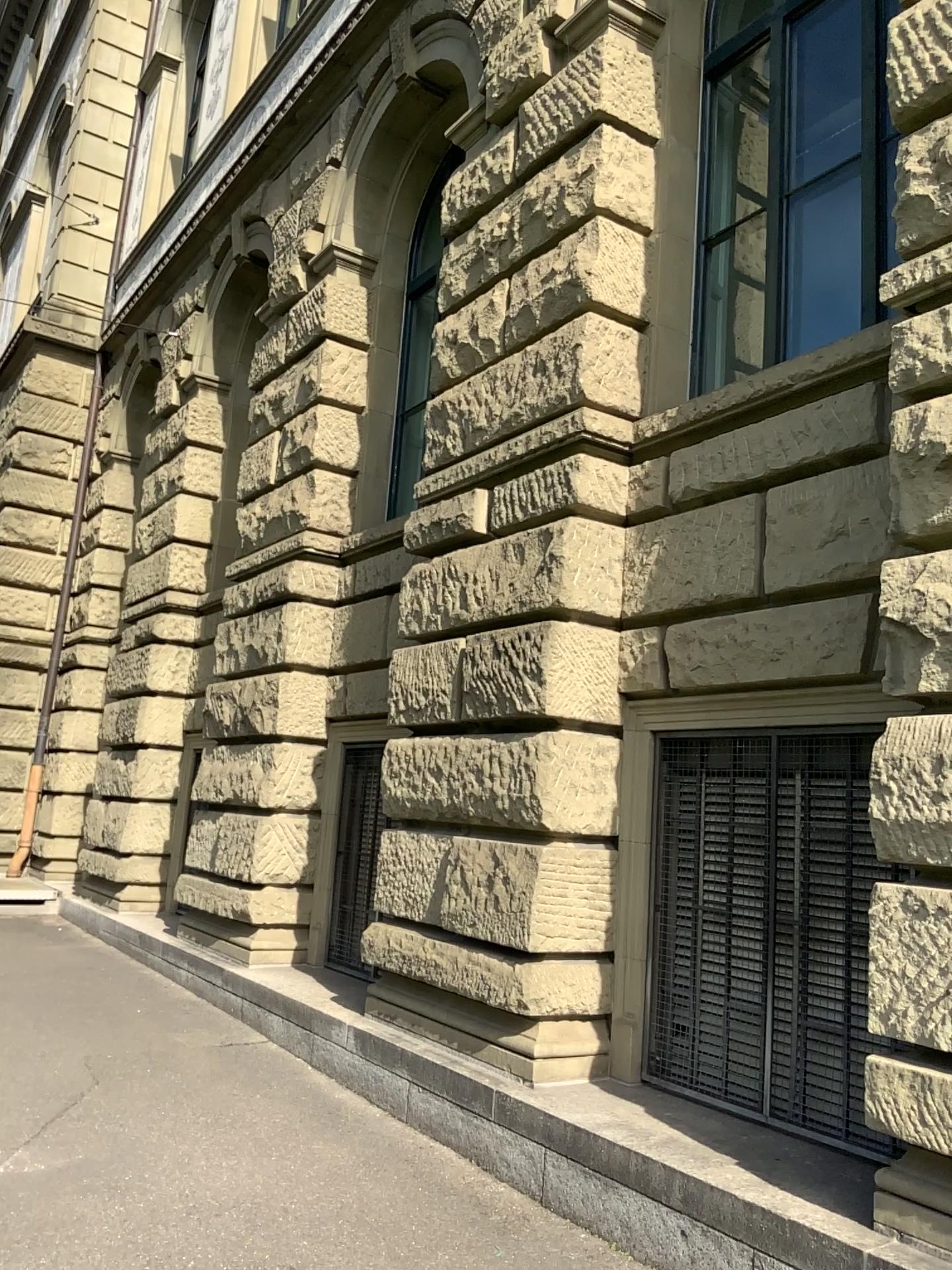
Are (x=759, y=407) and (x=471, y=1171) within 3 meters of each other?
no
